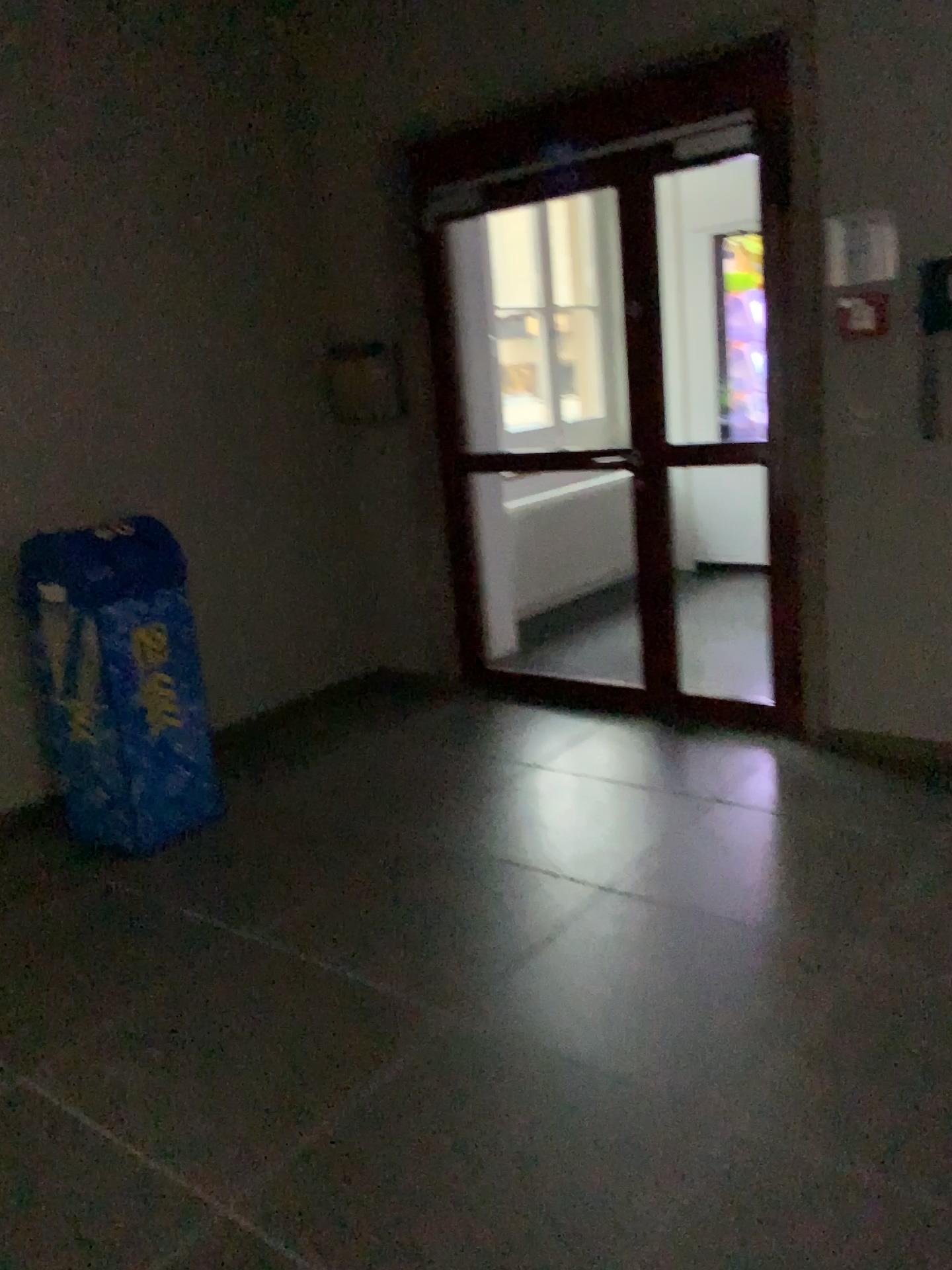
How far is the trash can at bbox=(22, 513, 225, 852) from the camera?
3.4 meters

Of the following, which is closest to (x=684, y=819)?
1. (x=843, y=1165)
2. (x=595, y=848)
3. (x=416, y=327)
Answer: (x=595, y=848)

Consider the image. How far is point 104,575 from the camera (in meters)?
3.36
